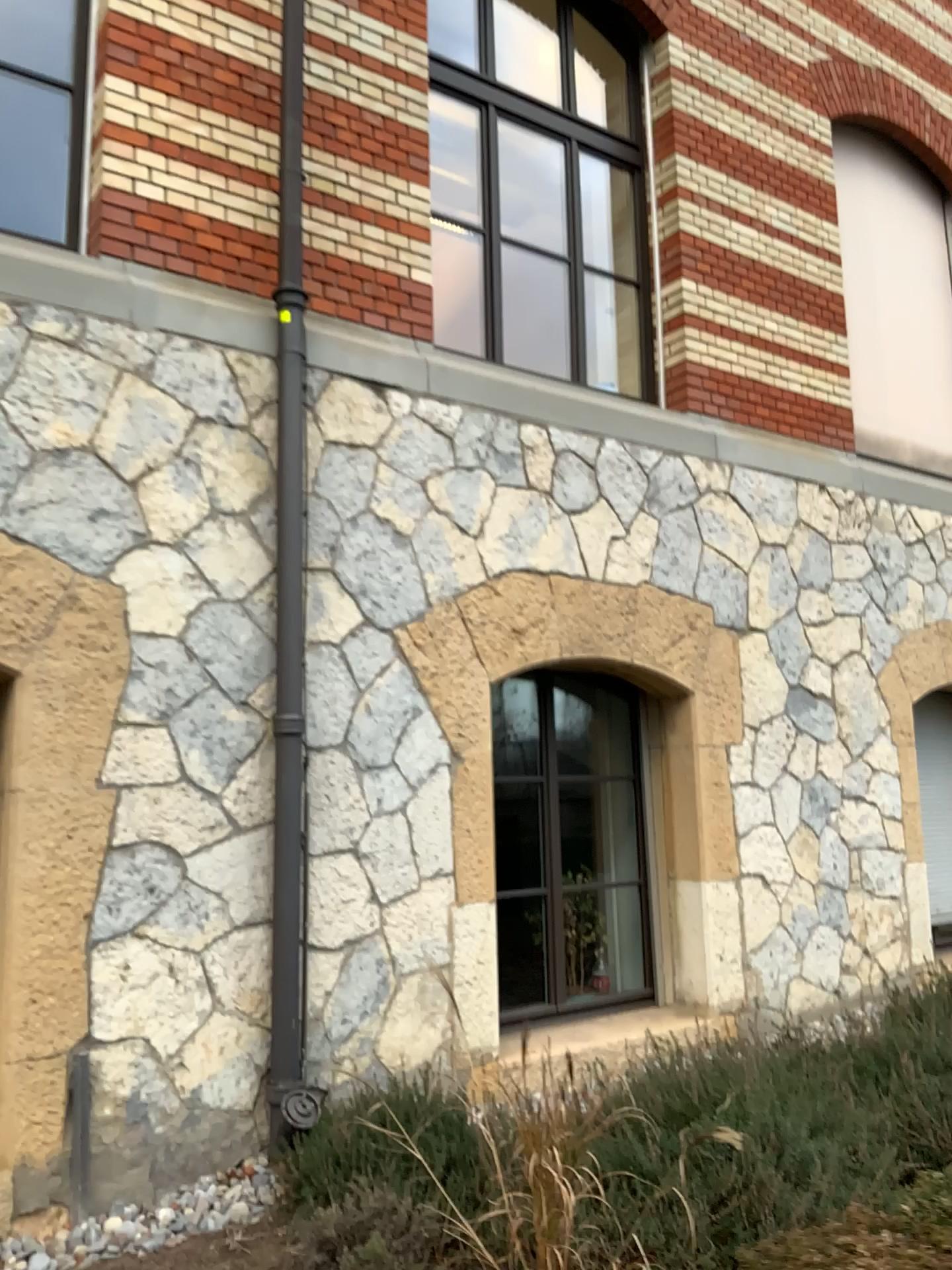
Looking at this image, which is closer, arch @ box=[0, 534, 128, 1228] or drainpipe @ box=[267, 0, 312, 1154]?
arch @ box=[0, 534, 128, 1228]

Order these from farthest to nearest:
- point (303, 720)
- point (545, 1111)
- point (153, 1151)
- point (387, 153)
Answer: point (387, 153) → point (303, 720) → point (153, 1151) → point (545, 1111)

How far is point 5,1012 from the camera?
3.50m

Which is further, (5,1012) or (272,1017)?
(272,1017)

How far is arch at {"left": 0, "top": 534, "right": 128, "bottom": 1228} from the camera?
3.5 meters
